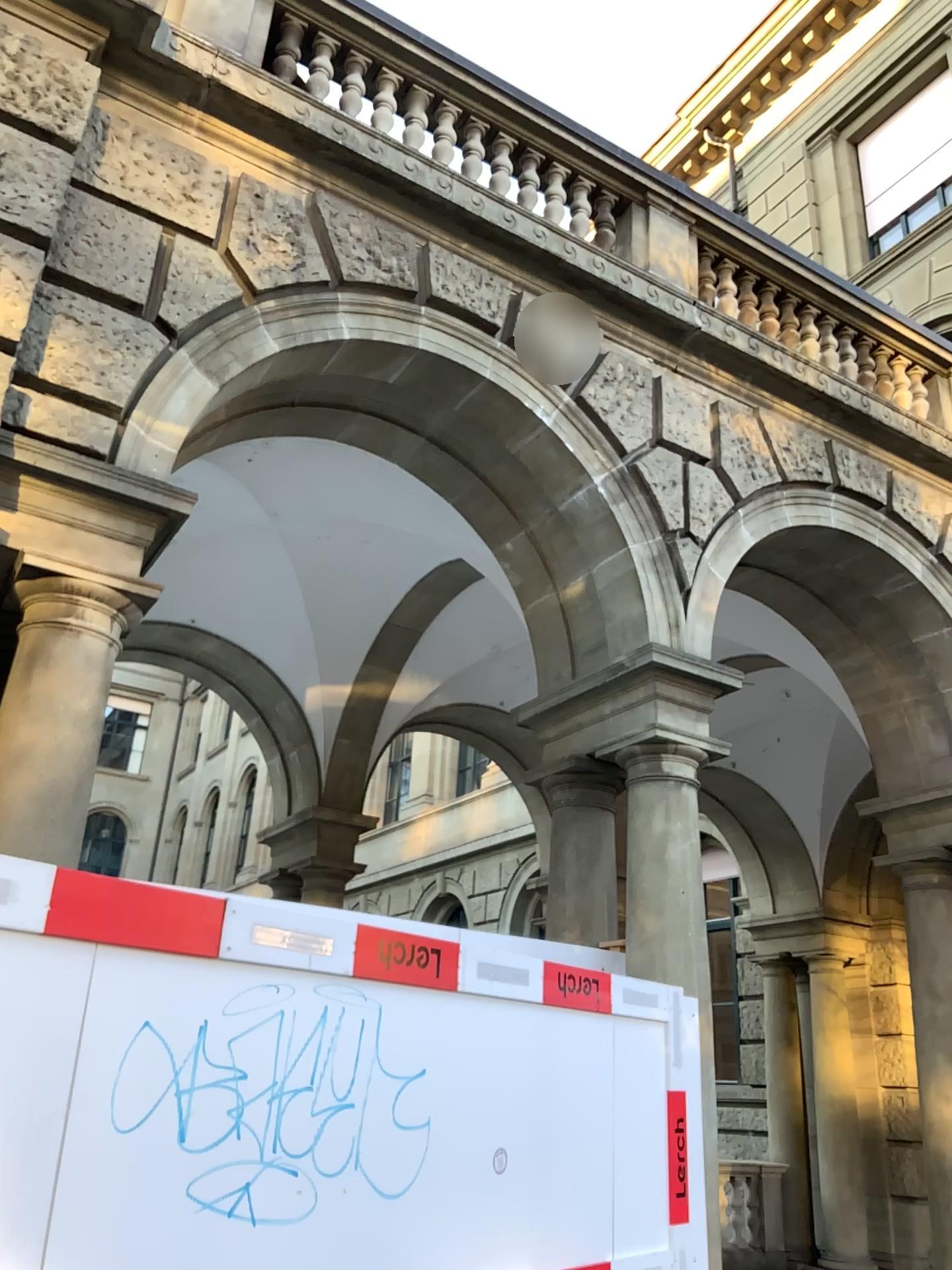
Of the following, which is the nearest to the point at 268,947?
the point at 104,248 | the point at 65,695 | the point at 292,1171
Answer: the point at 292,1171

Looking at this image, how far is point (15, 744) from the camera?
3.7m

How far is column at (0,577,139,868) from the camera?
3.7 meters
